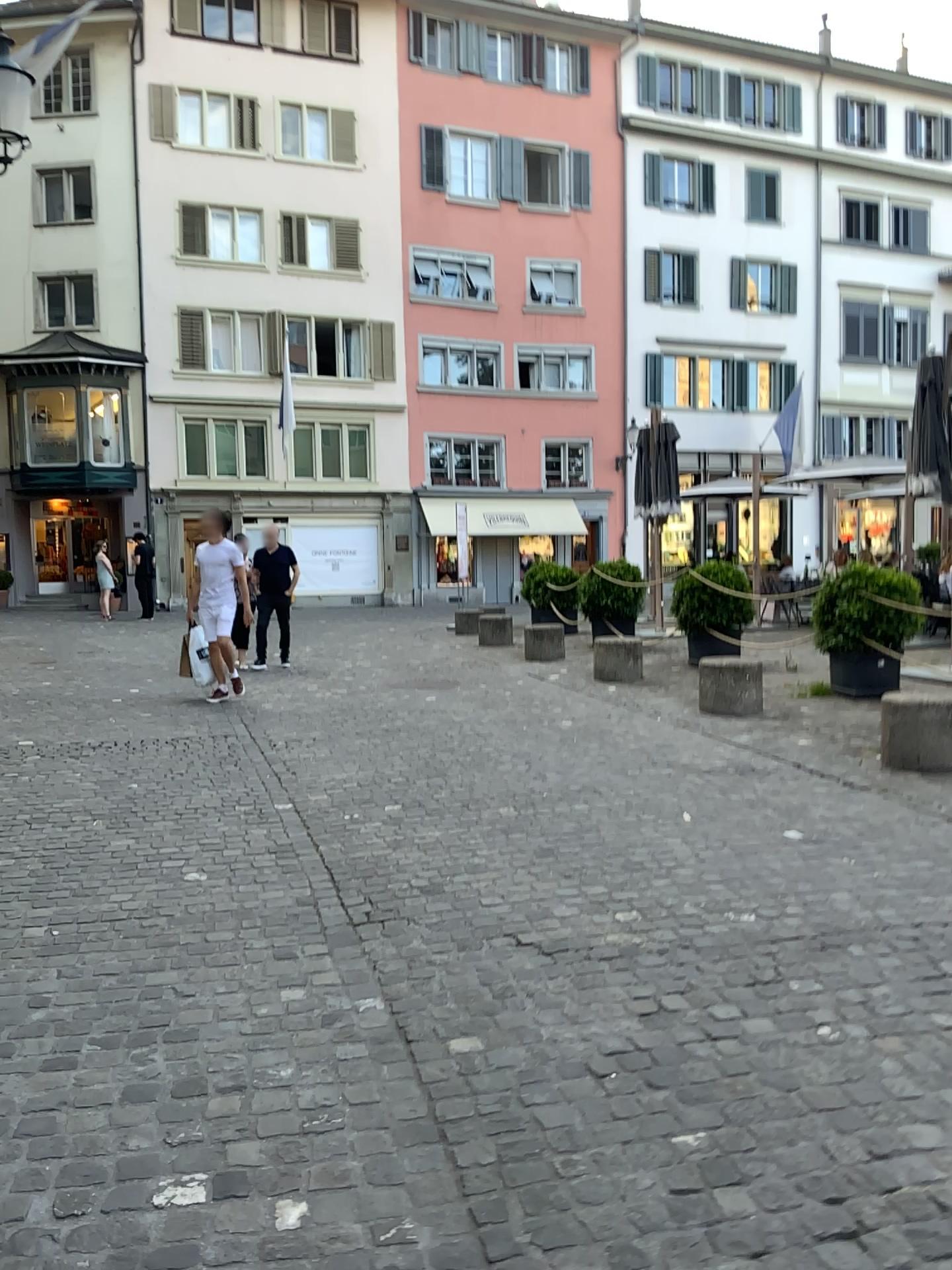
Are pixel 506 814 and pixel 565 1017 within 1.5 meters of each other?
no
